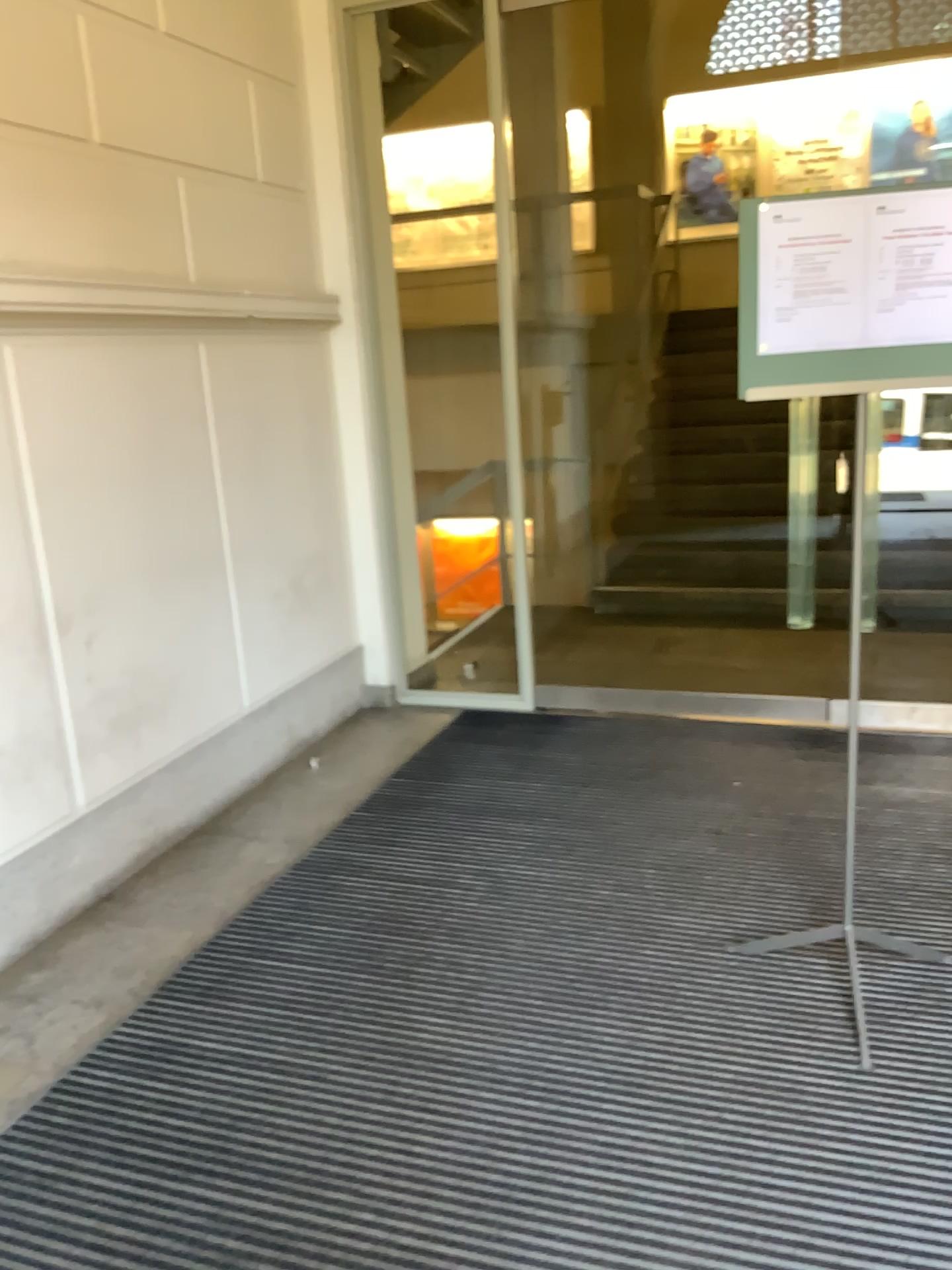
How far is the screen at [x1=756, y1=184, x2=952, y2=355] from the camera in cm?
212

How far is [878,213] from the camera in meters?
2.1

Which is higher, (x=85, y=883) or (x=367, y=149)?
(x=367, y=149)

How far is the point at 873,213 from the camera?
2.1 meters

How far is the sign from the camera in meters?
2.1 m
